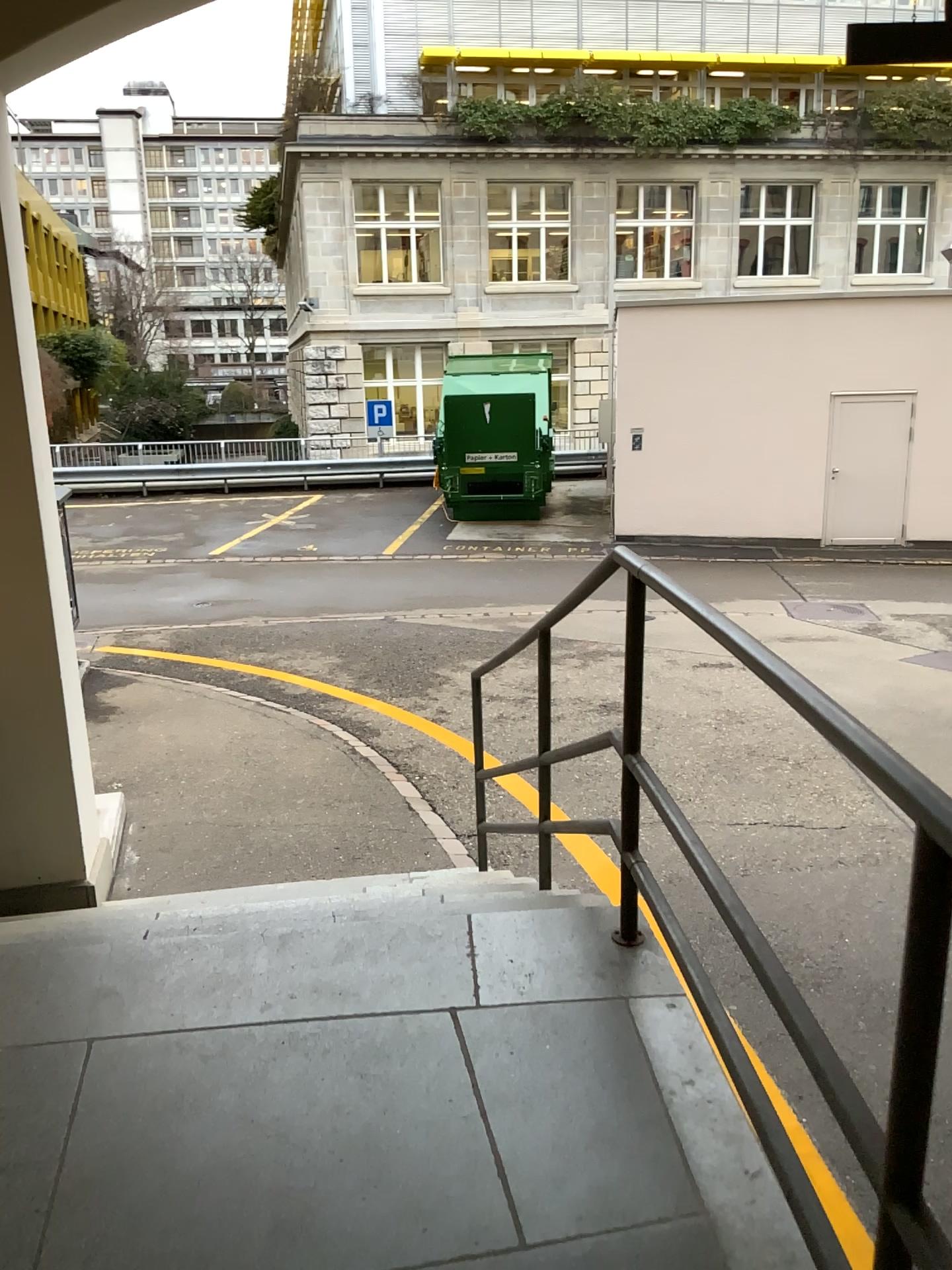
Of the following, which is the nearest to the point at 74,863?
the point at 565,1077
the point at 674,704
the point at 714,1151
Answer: the point at 565,1077
